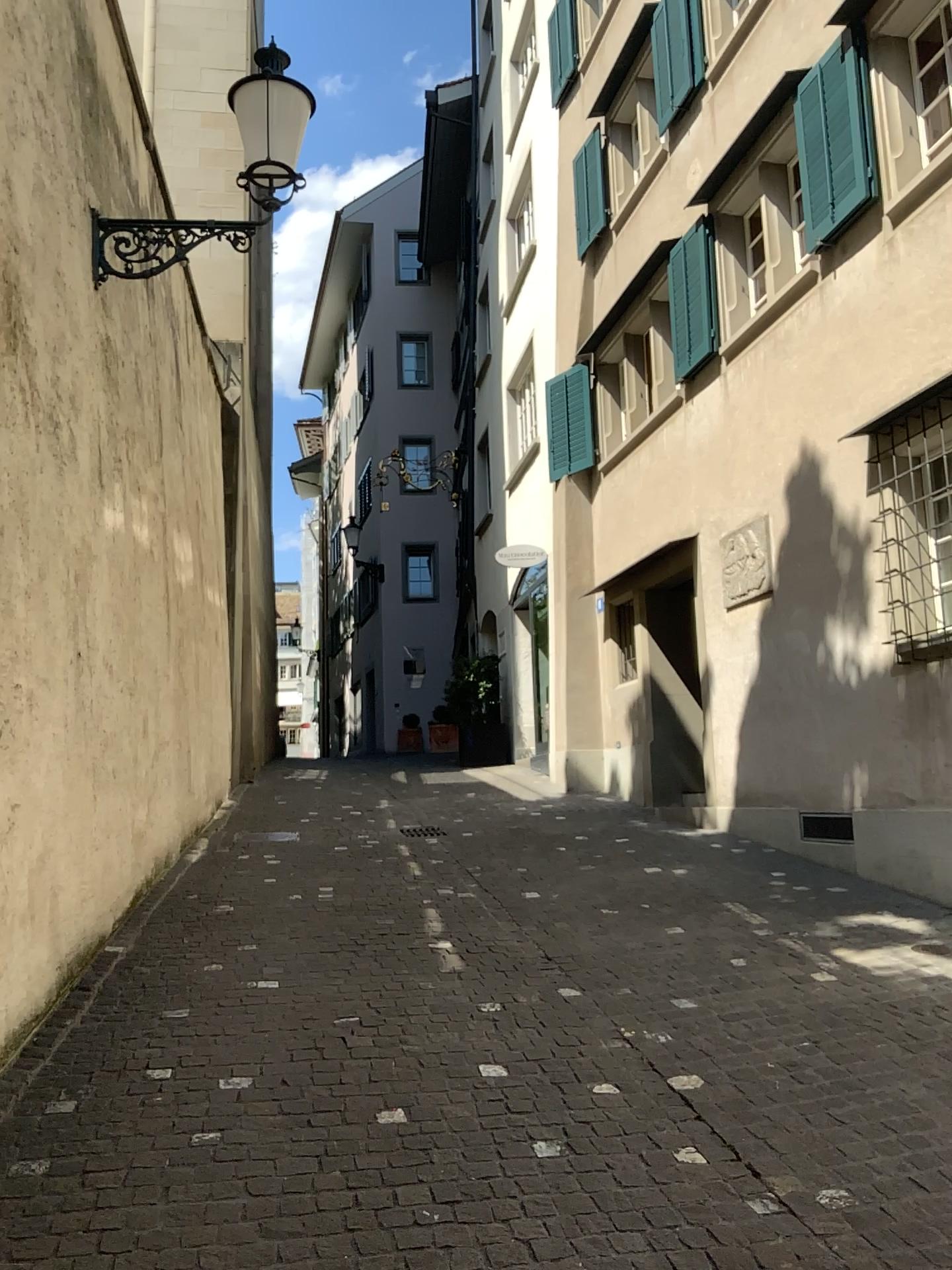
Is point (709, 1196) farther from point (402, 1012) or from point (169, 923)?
point (169, 923)
